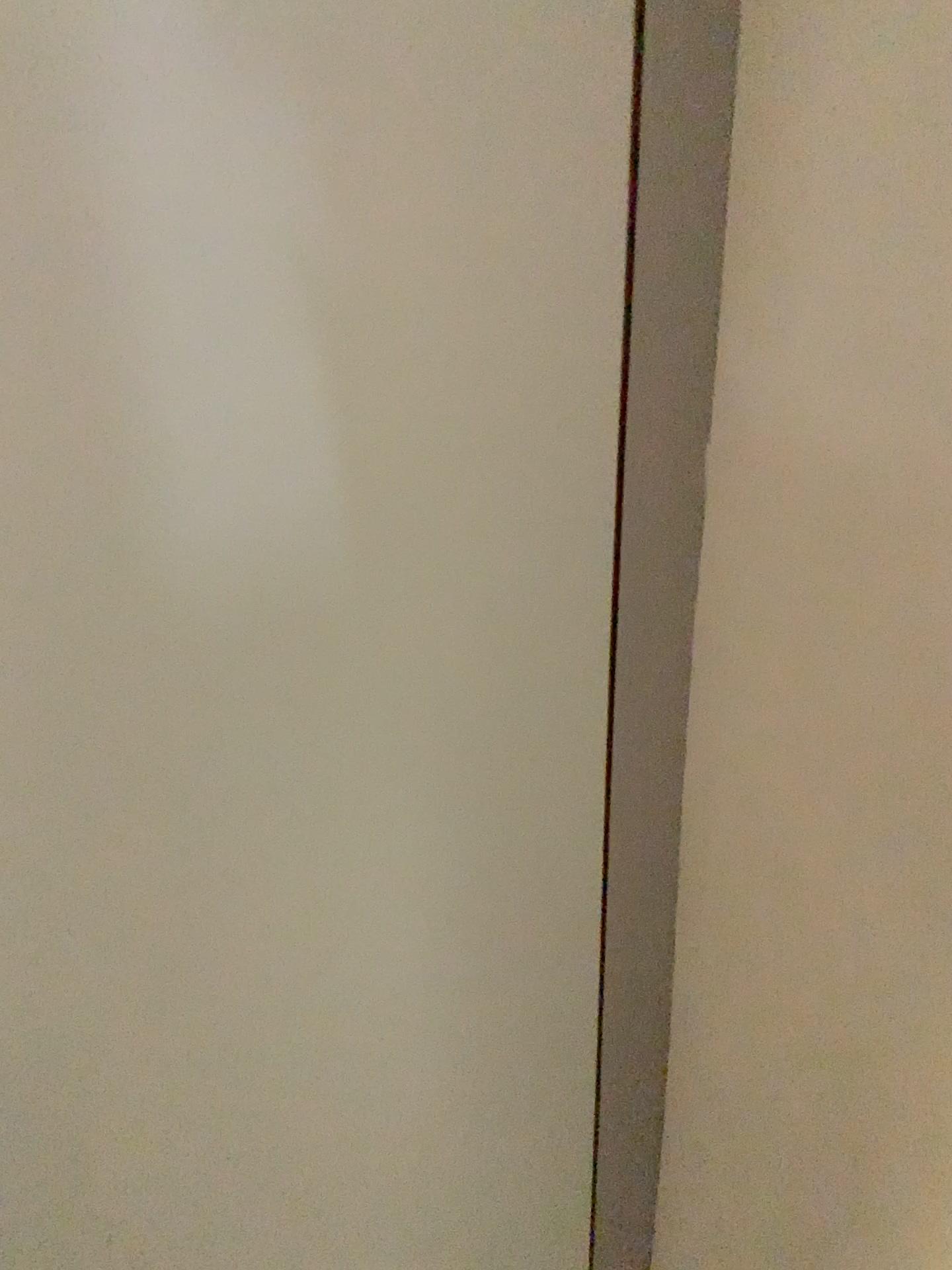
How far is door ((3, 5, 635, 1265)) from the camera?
0.5 meters

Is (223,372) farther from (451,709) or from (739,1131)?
(739,1131)

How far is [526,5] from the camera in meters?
0.5
